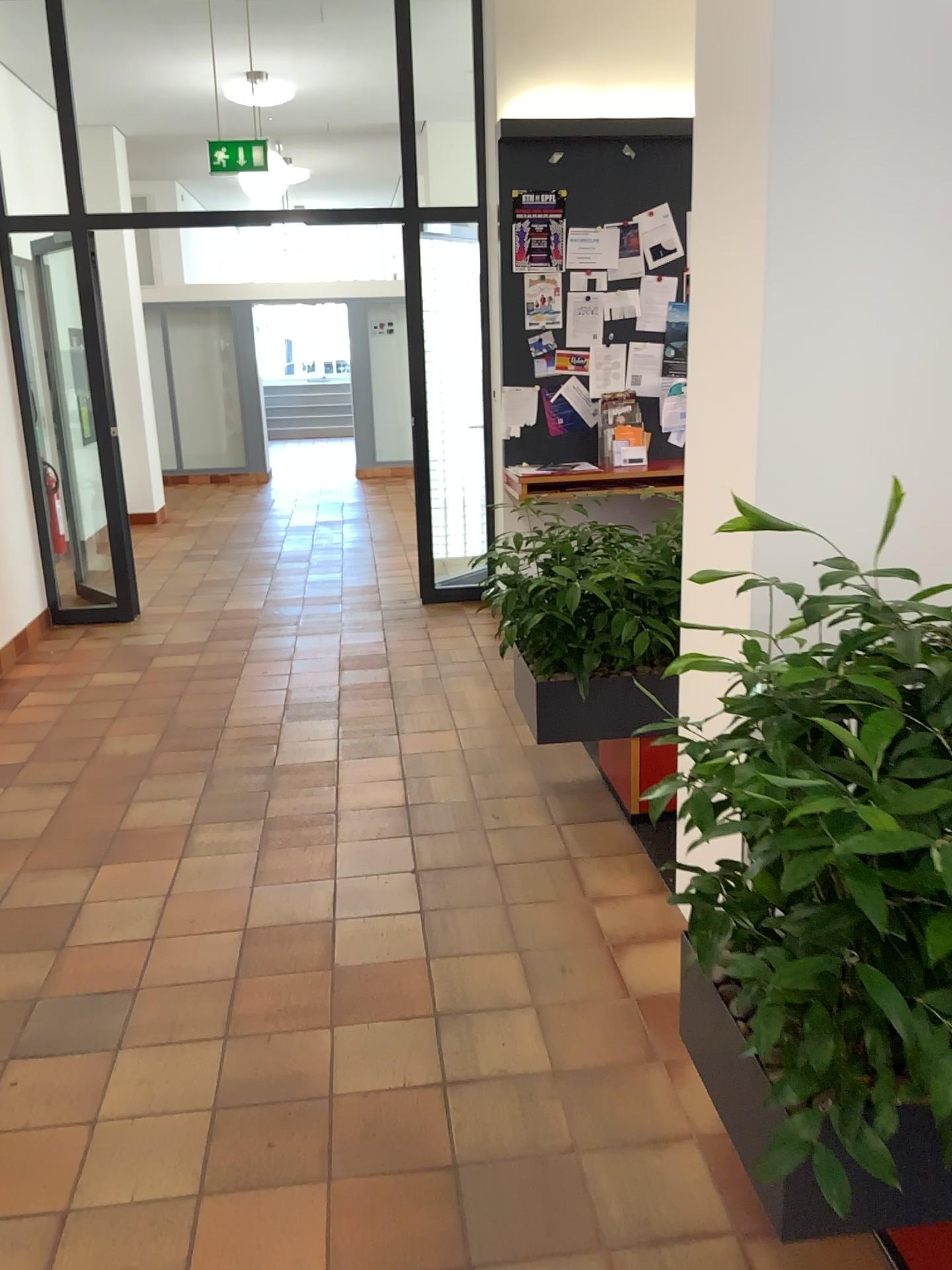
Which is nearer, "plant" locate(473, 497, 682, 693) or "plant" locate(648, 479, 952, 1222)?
"plant" locate(648, 479, 952, 1222)

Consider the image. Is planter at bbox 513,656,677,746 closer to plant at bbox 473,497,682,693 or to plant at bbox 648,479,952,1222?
plant at bbox 473,497,682,693

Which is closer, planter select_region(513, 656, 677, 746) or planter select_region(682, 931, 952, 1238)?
planter select_region(682, 931, 952, 1238)

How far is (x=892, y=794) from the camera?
1.4 meters

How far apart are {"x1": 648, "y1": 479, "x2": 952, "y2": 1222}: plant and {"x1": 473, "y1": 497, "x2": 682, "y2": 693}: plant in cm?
148

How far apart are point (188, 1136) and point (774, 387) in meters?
2.0

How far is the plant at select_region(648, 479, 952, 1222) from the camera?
1.4 meters

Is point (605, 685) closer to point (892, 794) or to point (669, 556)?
point (669, 556)

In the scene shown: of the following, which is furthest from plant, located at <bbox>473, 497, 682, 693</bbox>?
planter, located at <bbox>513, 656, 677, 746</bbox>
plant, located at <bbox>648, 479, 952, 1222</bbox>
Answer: plant, located at <bbox>648, 479, 952, 1222</bbox>

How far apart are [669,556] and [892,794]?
1.95m
